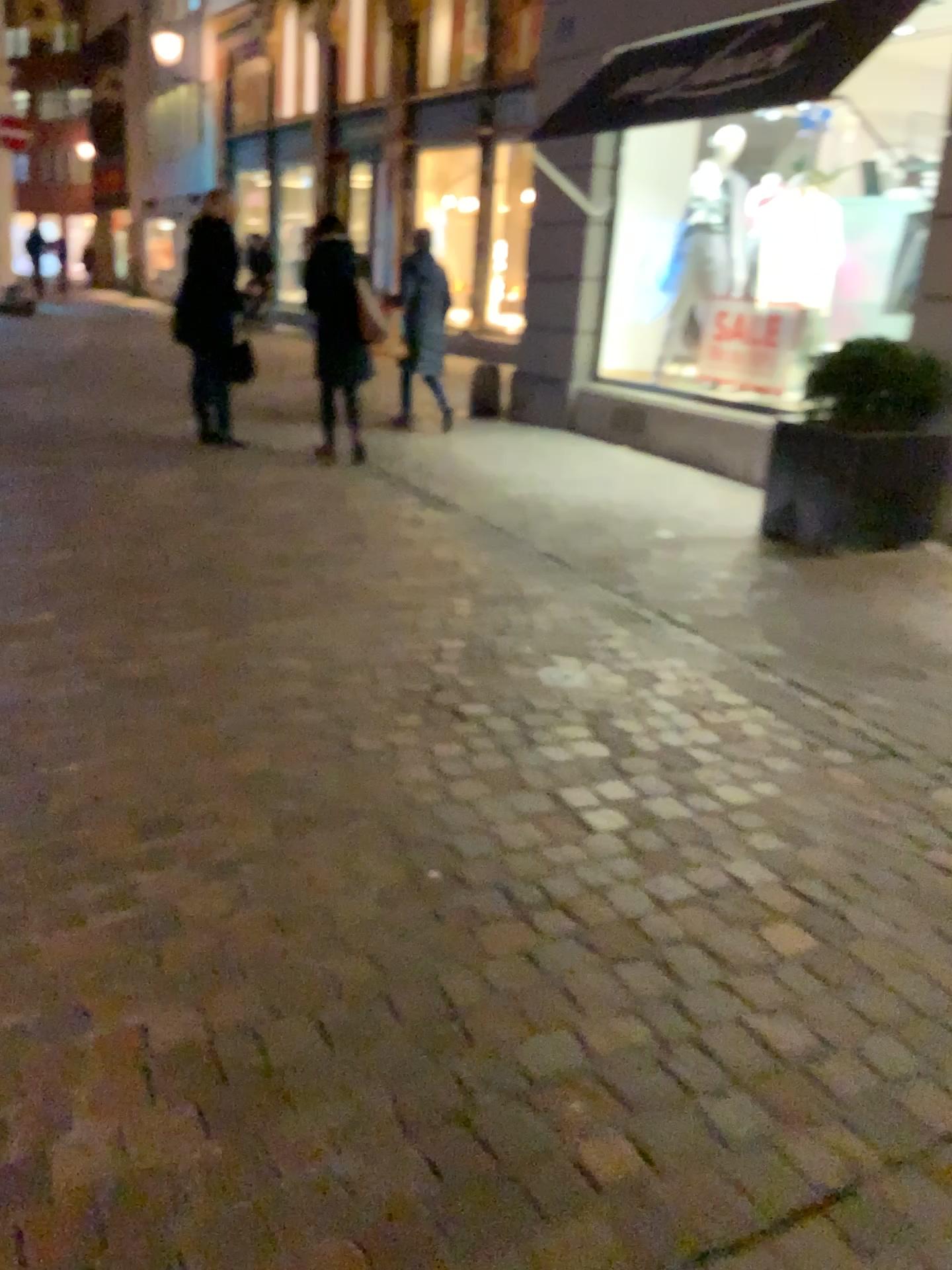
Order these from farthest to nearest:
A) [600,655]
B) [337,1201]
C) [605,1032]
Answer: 1. [600,655]
2. [605,1032]
3. [337,1201]
